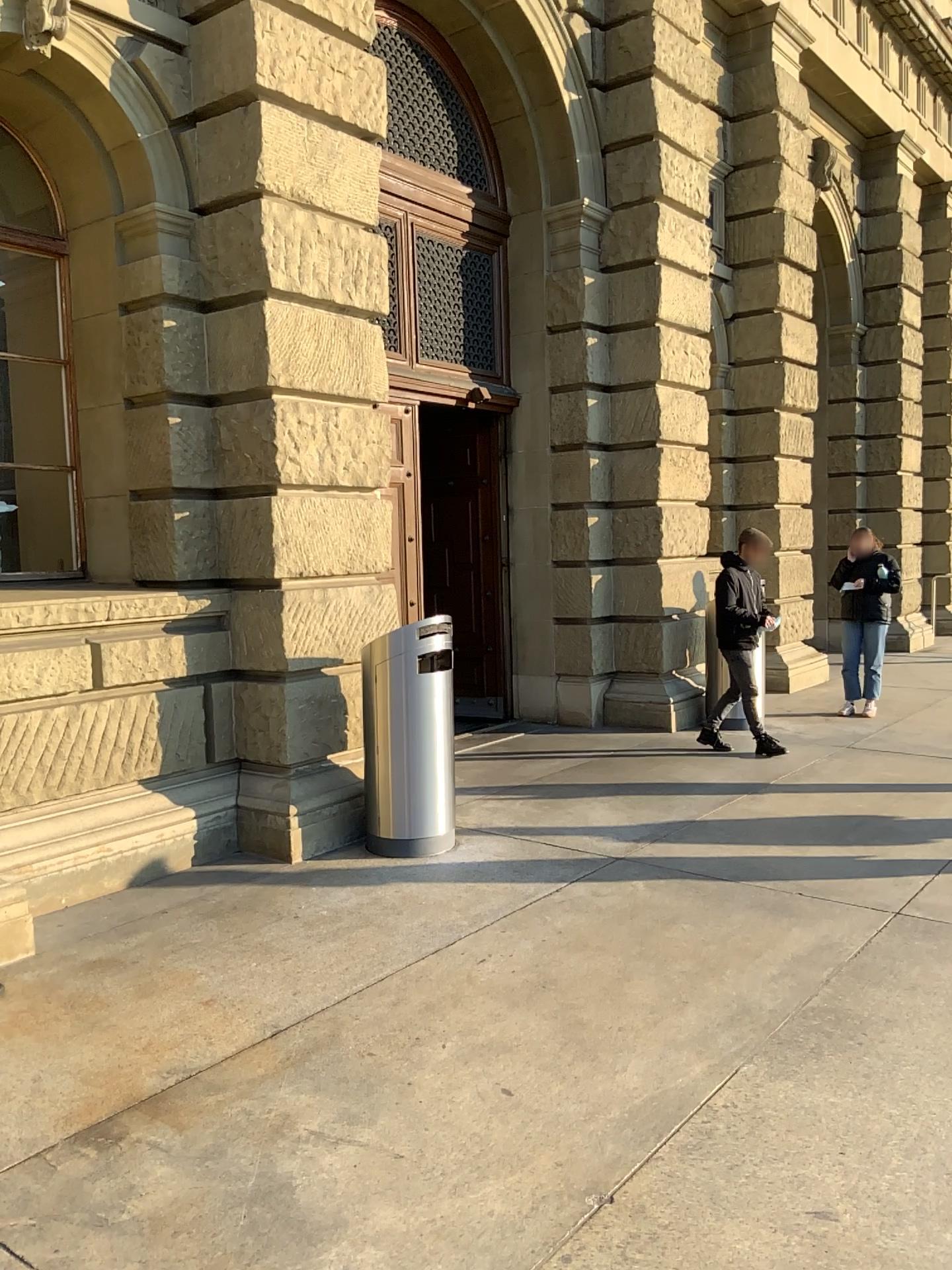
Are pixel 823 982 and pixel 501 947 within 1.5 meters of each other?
yes
